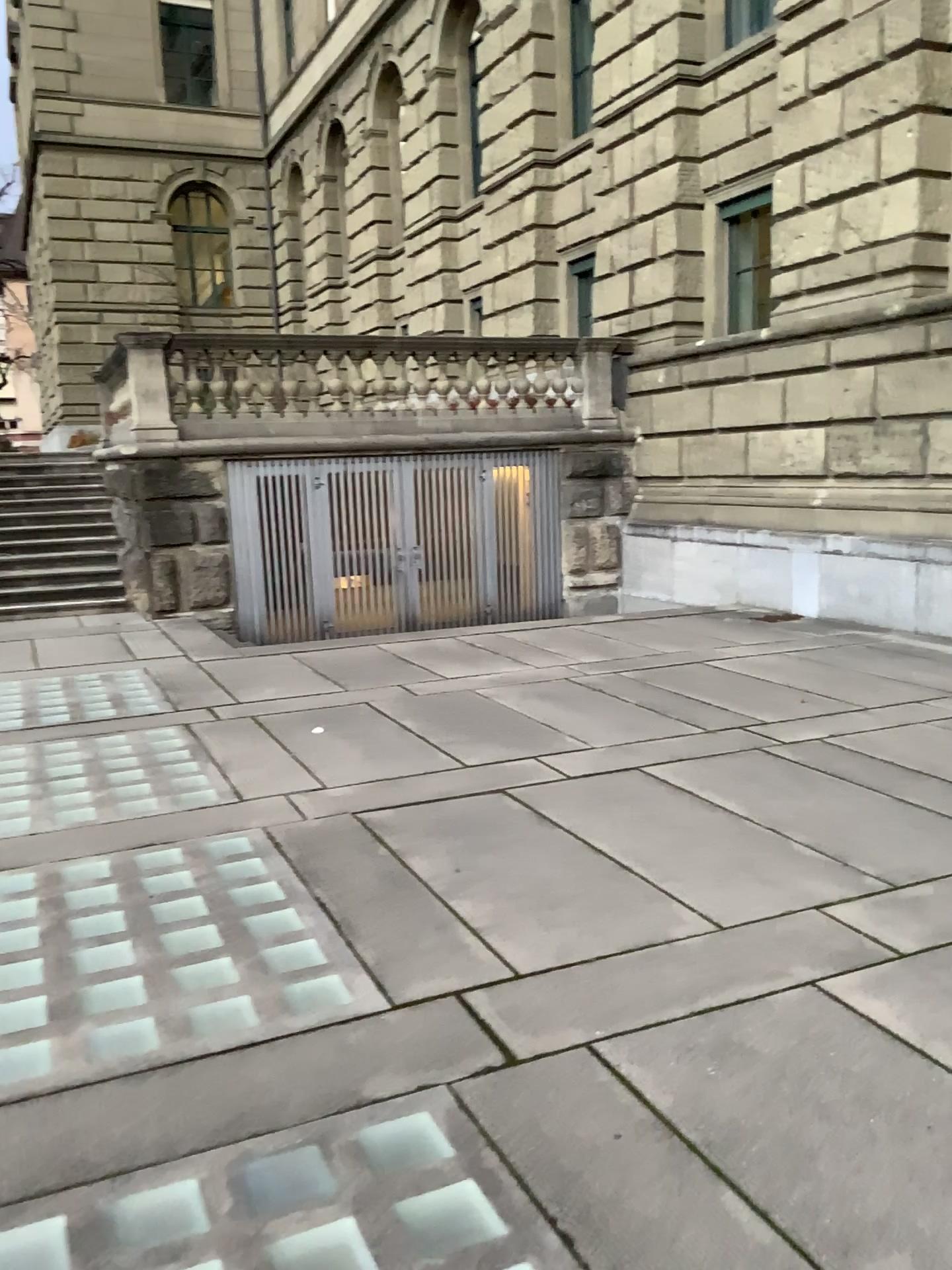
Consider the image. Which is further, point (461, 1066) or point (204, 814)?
point (204, 814)
